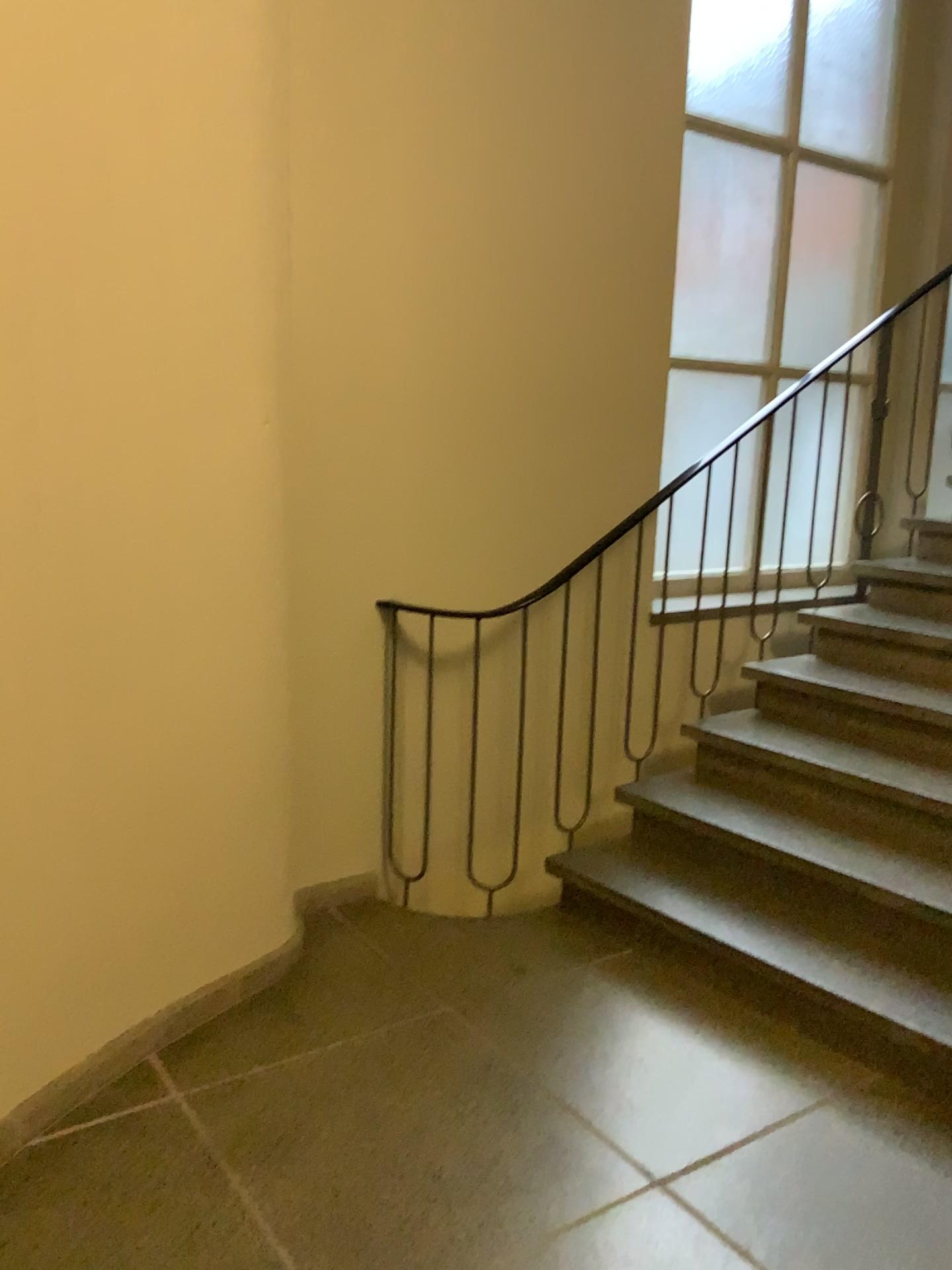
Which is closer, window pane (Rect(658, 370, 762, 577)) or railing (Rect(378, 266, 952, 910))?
railing (Rect(378, 266, 952, 910))

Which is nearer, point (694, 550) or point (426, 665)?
point (426, 665)

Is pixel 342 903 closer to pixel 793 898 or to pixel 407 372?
pixel 793 898
